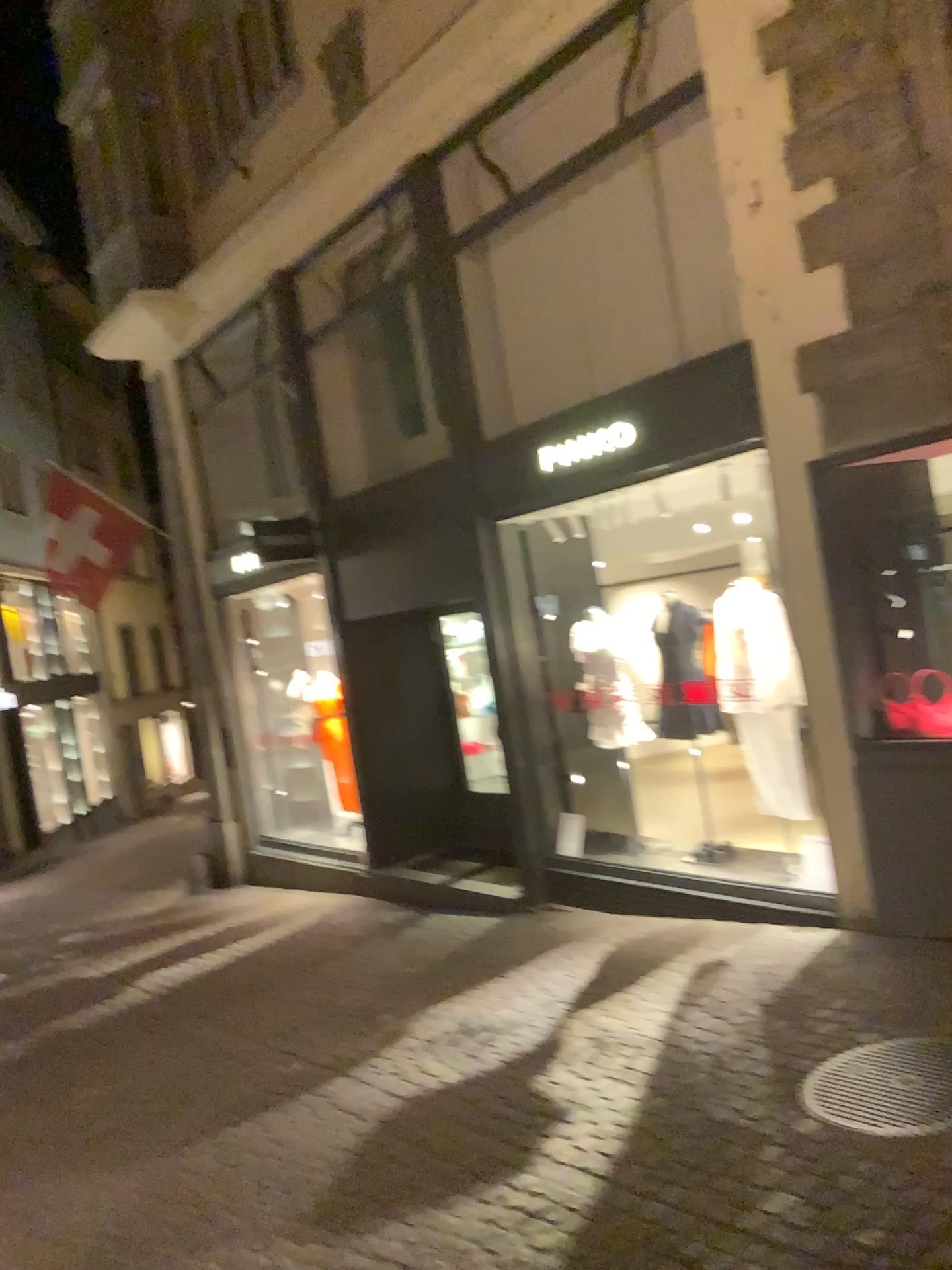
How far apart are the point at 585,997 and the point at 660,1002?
0.4 meters
